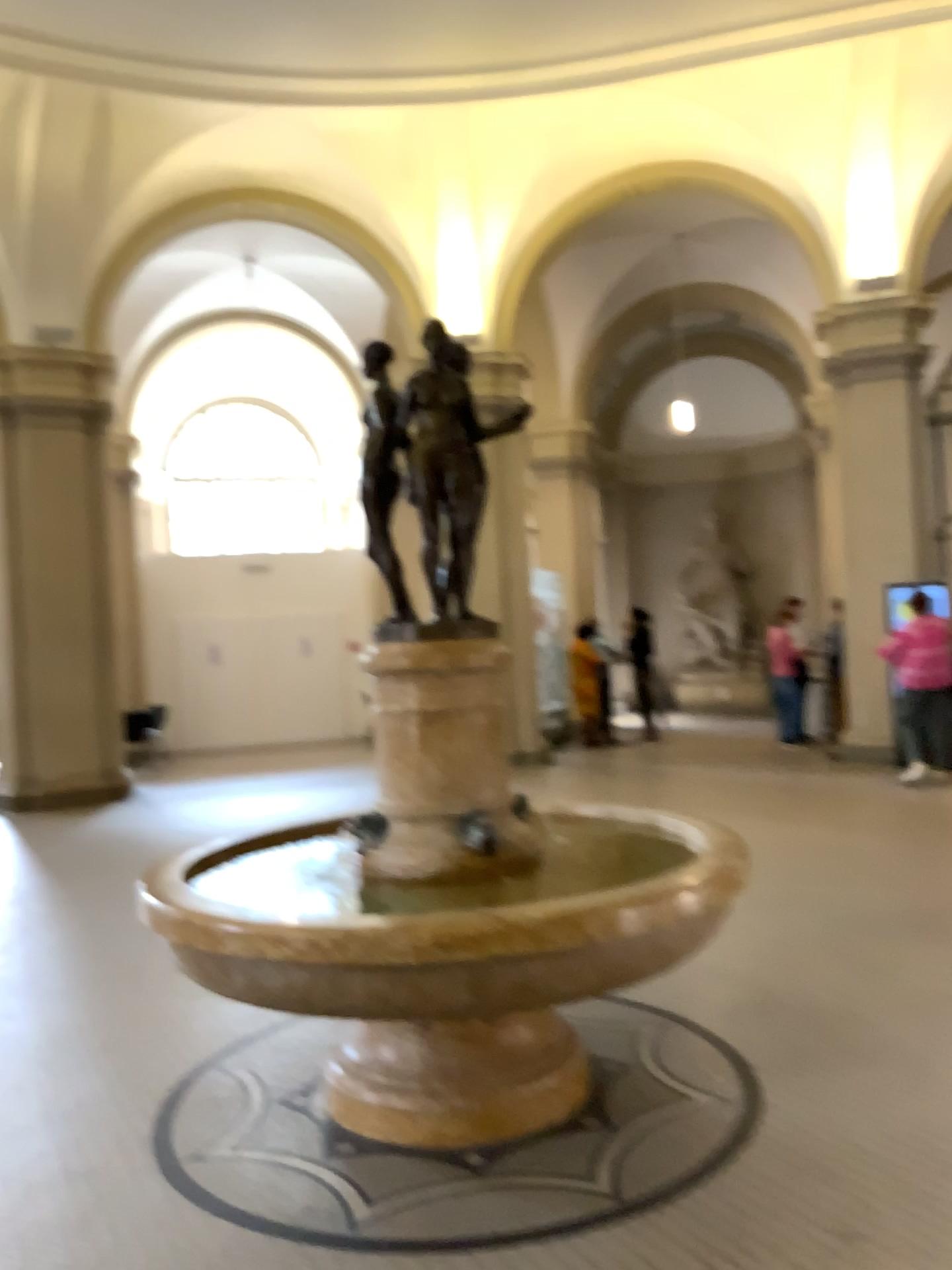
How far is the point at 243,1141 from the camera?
3.26m
